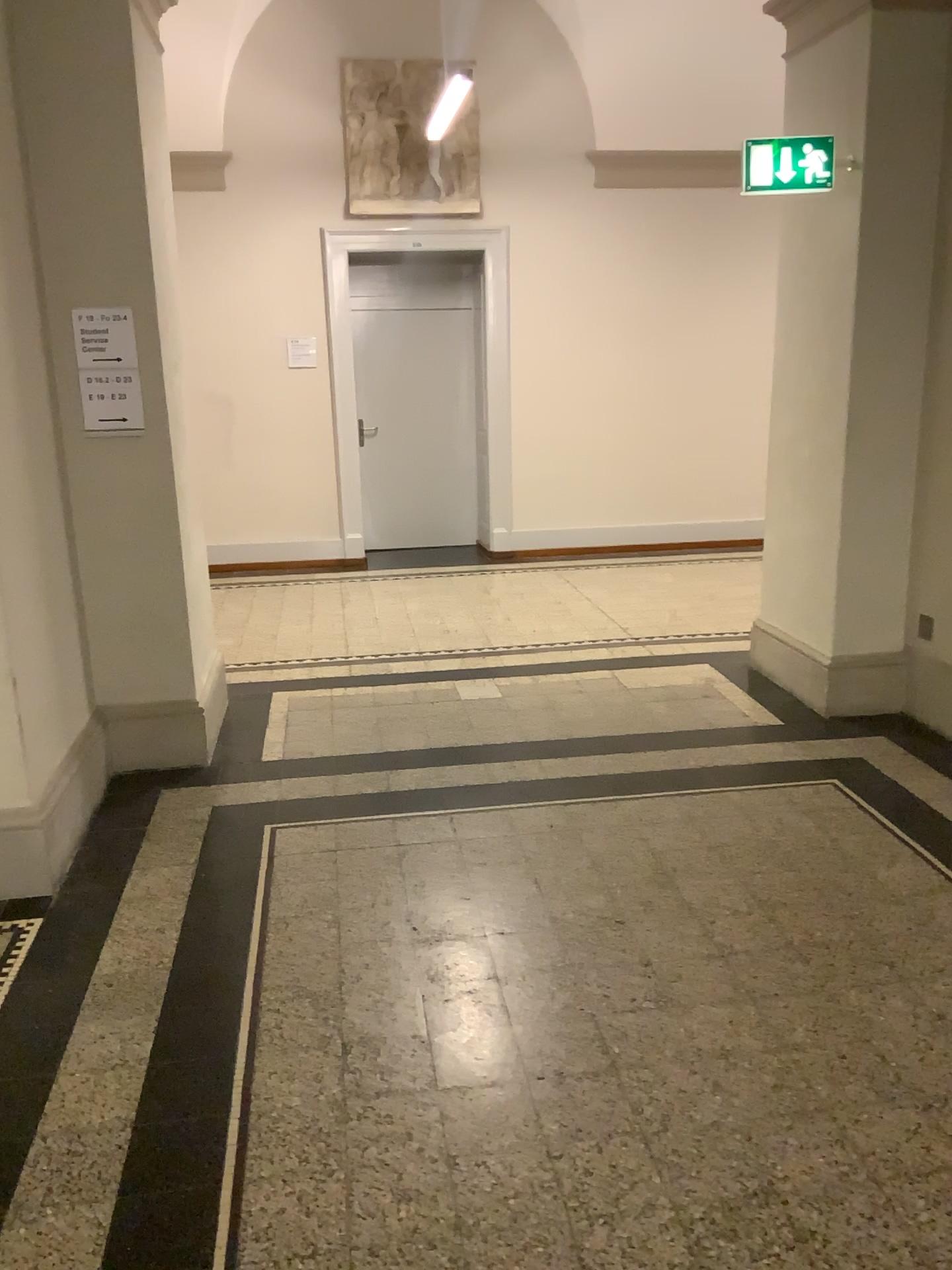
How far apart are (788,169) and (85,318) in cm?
275

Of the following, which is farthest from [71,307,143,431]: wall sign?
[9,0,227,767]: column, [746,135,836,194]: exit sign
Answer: [746,135,836,194]: exit sign

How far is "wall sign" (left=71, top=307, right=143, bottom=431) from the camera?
3.71m

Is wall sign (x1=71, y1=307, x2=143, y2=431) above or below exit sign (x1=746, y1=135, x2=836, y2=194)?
below

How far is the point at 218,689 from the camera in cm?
494

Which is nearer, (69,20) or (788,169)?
(69,20)

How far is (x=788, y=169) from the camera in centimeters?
417cm

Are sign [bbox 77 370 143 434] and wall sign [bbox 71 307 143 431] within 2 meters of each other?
yes

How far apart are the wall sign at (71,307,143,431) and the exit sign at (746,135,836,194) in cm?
250

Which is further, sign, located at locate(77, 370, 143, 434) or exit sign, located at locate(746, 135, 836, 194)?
exit sign, located at locate(746, 135, 836, 194)
